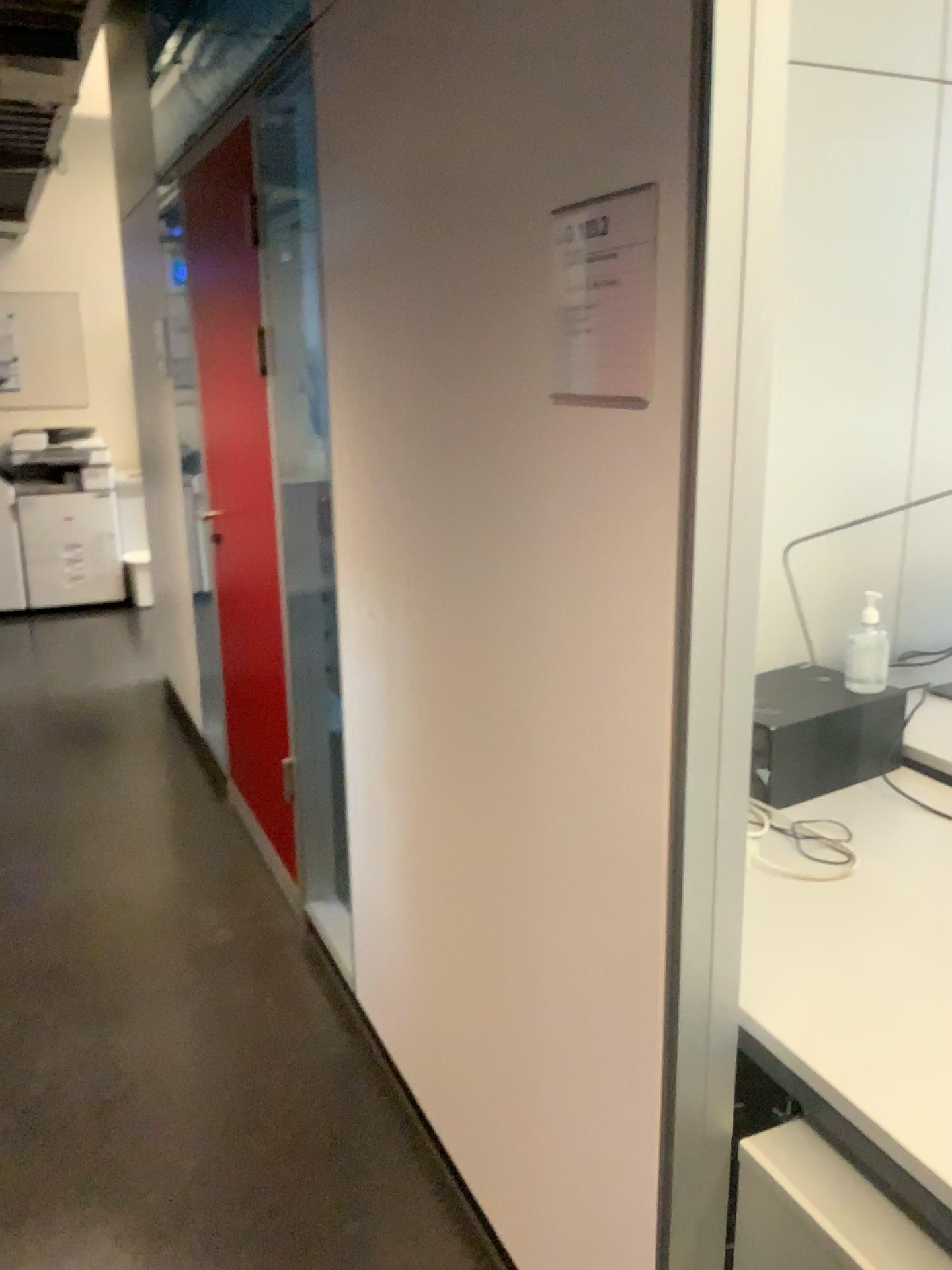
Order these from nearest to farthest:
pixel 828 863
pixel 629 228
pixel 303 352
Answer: pixel 629 228 < pixel 828 863 < pixel 303 352

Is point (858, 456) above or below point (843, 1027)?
above

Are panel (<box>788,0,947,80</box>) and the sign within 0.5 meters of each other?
no

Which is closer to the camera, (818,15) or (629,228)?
(629,228)

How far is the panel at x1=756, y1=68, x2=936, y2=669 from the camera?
2.4 meters

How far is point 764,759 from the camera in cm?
200

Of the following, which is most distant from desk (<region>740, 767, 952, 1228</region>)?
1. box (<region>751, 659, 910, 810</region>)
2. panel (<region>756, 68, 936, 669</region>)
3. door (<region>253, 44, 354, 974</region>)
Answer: door (<region>253, 44, 354, 974</region>)

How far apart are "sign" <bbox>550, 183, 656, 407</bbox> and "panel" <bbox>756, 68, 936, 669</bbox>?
1.35m

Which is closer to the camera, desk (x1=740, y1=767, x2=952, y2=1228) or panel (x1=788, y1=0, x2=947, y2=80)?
desk (x1=740, y1=767, x2=952, y2=1228)

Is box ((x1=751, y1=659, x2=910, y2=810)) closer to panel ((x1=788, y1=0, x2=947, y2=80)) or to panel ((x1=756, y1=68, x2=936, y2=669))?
panel ((x1=756, y1=68, x2=936, y2=669))
